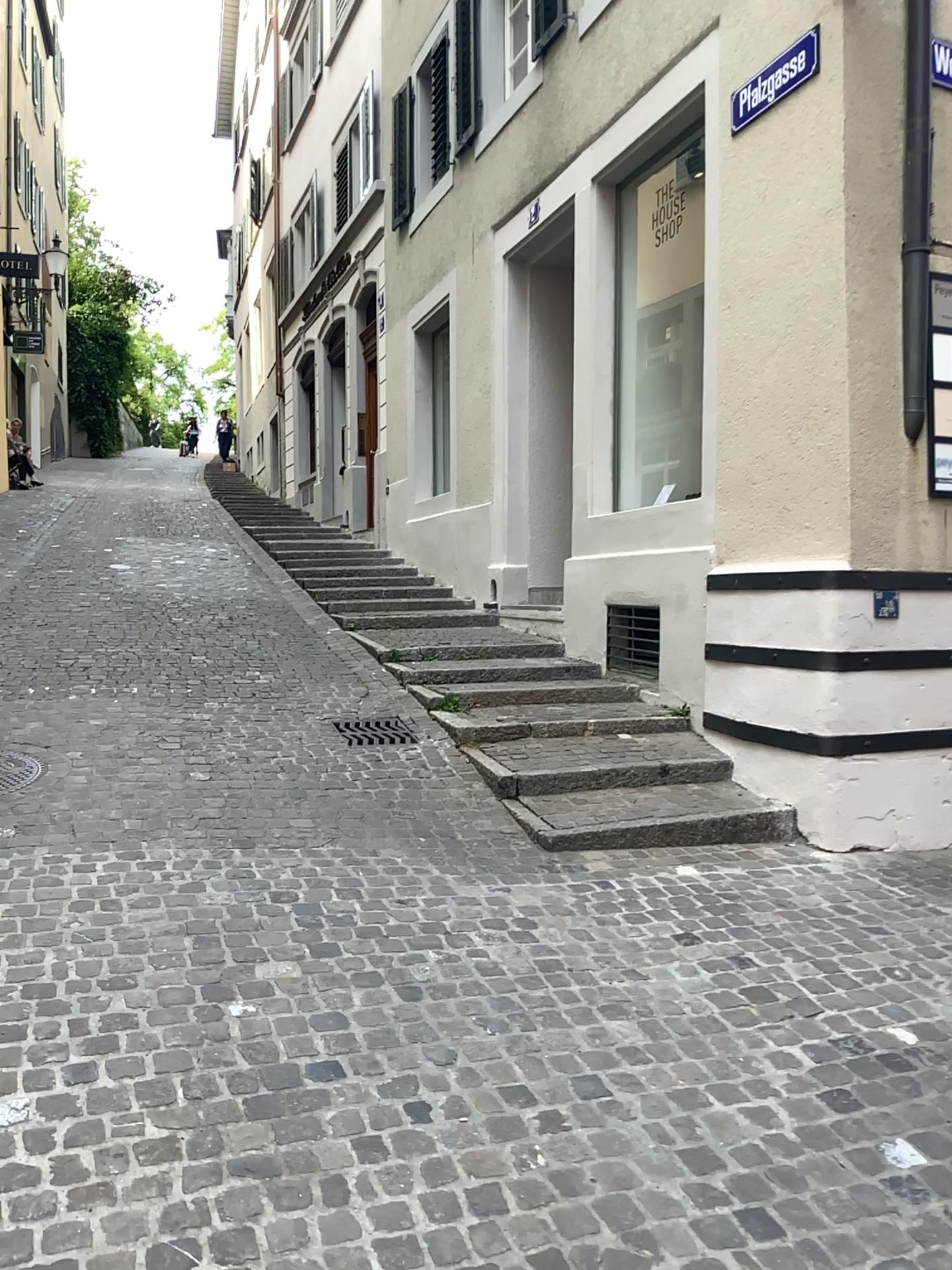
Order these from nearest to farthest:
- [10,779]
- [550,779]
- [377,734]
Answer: [10,779]
[550,779]
[377,734]

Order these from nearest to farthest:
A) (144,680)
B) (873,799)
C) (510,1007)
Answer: (510,1007), (873,799), (144,680)

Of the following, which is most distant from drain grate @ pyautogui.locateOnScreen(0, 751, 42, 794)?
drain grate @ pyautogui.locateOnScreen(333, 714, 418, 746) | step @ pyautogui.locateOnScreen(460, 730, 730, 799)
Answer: step @ pyautogui.locateOnScreen(460, 730, 730, 799)

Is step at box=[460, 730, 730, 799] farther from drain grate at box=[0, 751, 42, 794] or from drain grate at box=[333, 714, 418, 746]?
drain grate at box=[0, 751, 42, 794]

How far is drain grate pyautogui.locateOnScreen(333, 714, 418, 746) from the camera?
5.48m

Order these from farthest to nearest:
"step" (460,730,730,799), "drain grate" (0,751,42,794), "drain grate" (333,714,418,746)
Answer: "drain grate" (333,714,418,746)
"step" (460,730,730,799)
"drain grate" (0,751,42,794)

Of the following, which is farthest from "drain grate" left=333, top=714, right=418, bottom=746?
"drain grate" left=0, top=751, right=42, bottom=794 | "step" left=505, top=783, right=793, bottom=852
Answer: "drain grate" left=0, top=751, right=42, bottom=794

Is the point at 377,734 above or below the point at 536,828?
above

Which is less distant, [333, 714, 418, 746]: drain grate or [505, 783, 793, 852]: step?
[505, 783, 793, 852]: step

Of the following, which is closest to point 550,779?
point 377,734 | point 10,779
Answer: point 377,734
